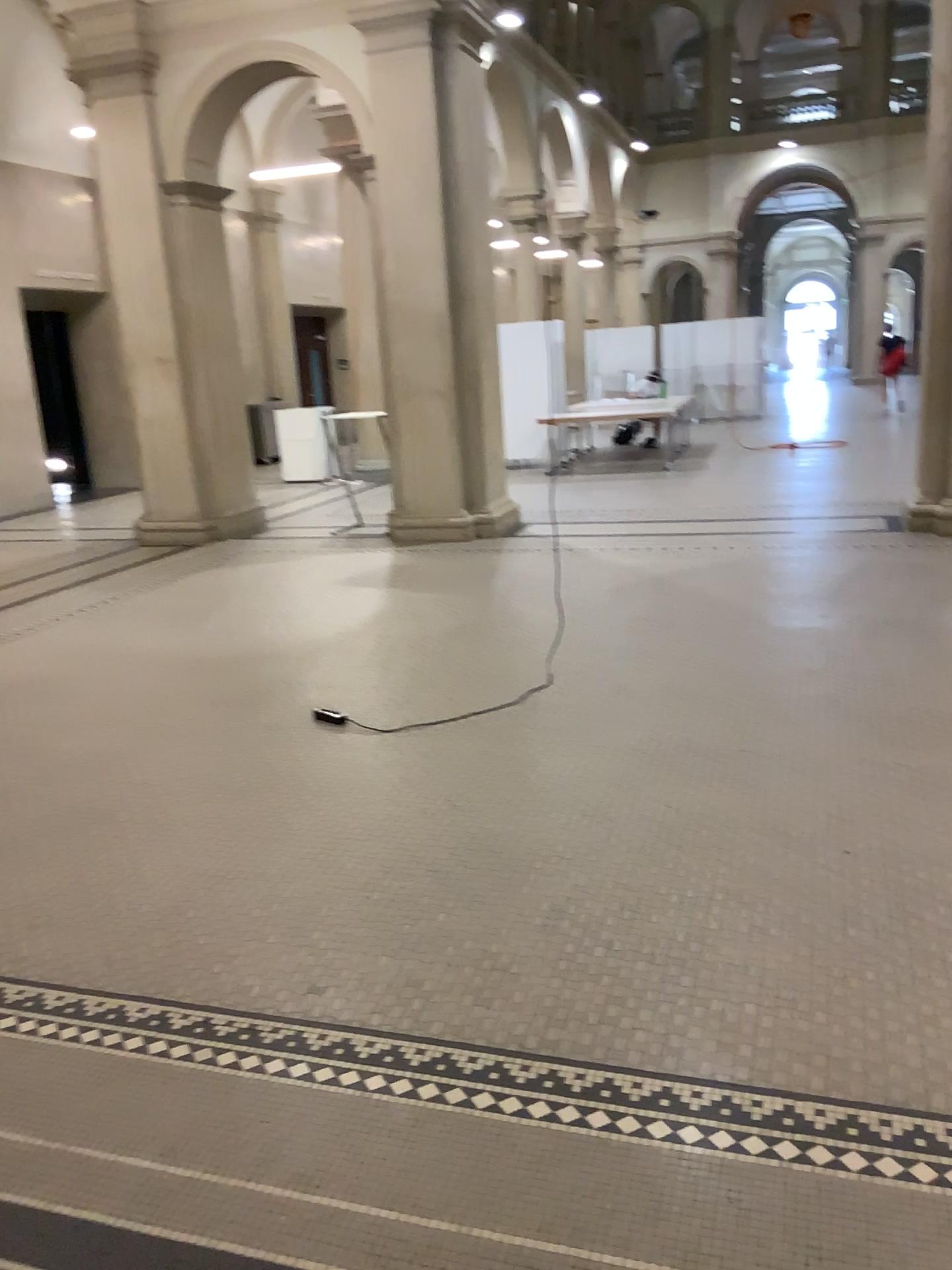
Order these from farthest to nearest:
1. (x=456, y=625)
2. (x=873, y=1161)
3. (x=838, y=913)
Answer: (x=456, y=625) < (x=838, y=913) < (x=873, y=1161)
